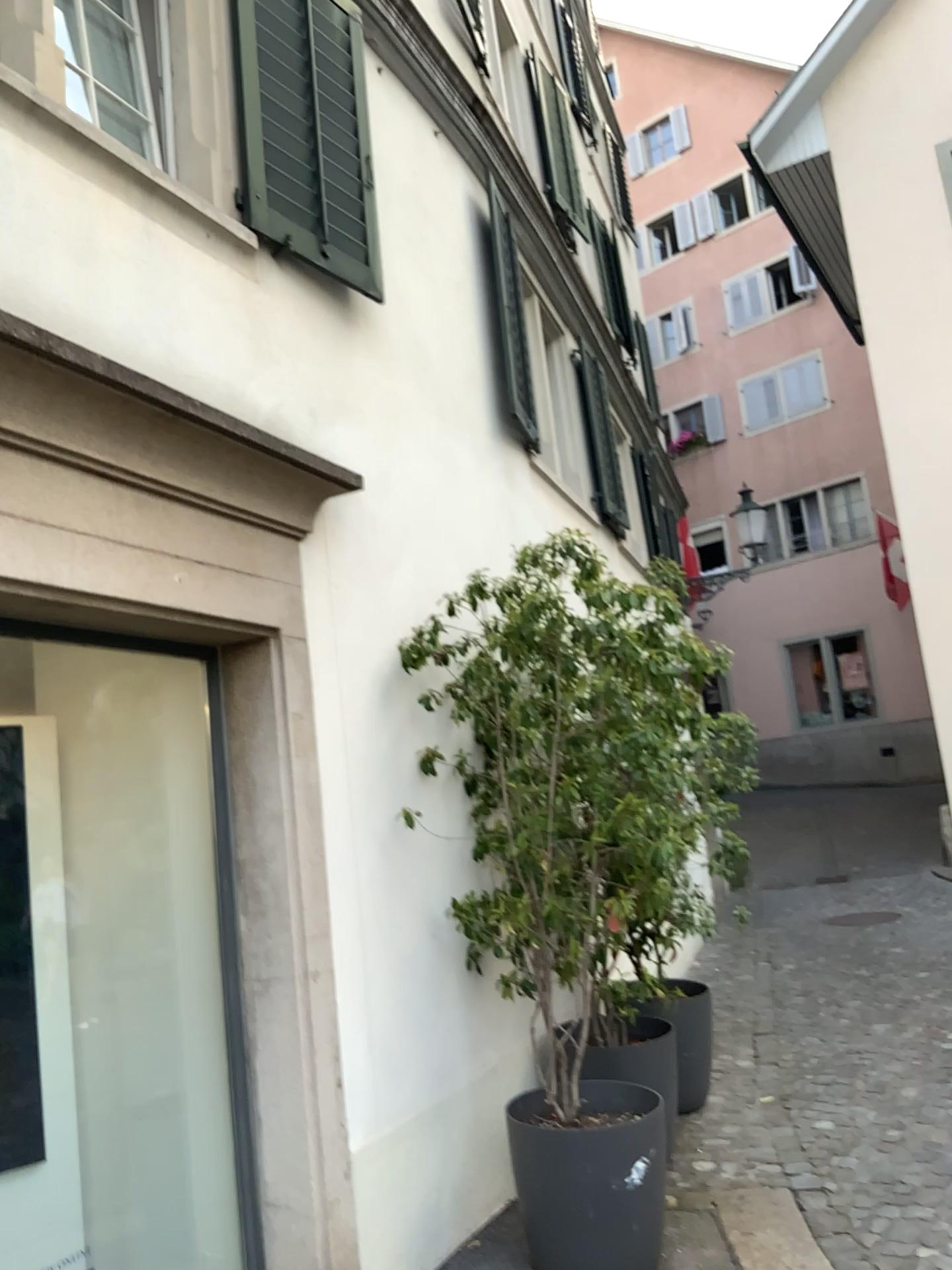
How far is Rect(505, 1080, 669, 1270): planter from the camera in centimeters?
333cm

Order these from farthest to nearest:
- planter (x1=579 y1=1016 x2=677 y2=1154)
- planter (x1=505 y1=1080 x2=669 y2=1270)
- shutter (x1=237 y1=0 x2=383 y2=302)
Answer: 1. planter (x1=579 y1=1016 x2=677 y2=1154)
2. shutter (x1=237 y1=0 x2=383 y2=302)
3. planter (x1=505 y1=1080 x2=669 y2=1270)

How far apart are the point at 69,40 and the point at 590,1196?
Answer: 4.09m

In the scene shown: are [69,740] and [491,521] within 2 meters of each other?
no

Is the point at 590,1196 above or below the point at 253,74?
below

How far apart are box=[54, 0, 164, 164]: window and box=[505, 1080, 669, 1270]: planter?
3.54m

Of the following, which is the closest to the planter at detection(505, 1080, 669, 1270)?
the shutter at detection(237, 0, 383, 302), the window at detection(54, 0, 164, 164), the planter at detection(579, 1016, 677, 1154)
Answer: the planter at detection(579, 1016, 677, 1154)

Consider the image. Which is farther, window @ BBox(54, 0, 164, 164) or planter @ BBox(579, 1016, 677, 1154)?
planter @ BBox(579, 1016, 677, 1154)

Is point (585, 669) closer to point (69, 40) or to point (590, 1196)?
point (590, 1196)

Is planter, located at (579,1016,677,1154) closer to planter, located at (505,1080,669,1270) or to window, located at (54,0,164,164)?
planter, located at (505,1080,669,1270)
